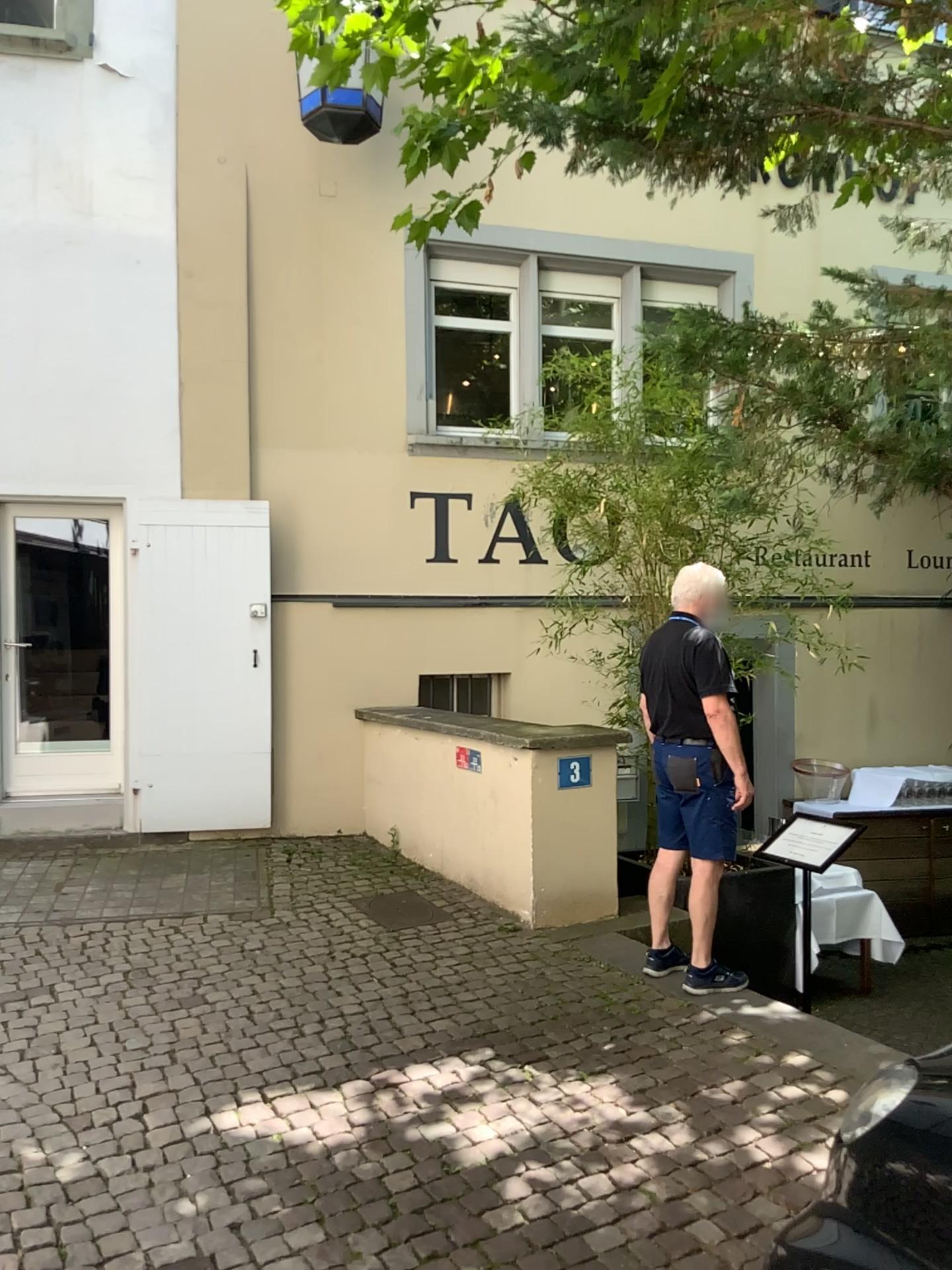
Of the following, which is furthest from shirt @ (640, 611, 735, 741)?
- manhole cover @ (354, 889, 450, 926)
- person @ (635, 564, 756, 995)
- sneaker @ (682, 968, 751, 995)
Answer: manhole cover @ (354, 889, 450, 926)

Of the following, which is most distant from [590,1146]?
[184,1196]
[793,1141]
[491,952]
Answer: [491,952]

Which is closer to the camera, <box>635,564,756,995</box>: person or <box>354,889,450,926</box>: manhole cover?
<box>635,564,756,995</box>: person

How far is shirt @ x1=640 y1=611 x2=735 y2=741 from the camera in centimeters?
424cm

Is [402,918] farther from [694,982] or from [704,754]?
[704,754]

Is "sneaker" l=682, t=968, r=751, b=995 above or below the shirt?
below

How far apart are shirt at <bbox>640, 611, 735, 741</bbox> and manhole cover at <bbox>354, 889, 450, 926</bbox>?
1.73m

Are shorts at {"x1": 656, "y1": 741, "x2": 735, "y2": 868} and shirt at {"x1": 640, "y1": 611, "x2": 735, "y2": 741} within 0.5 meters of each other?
yes

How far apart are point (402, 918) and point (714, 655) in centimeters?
213cm

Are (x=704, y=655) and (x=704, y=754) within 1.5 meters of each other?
yes
